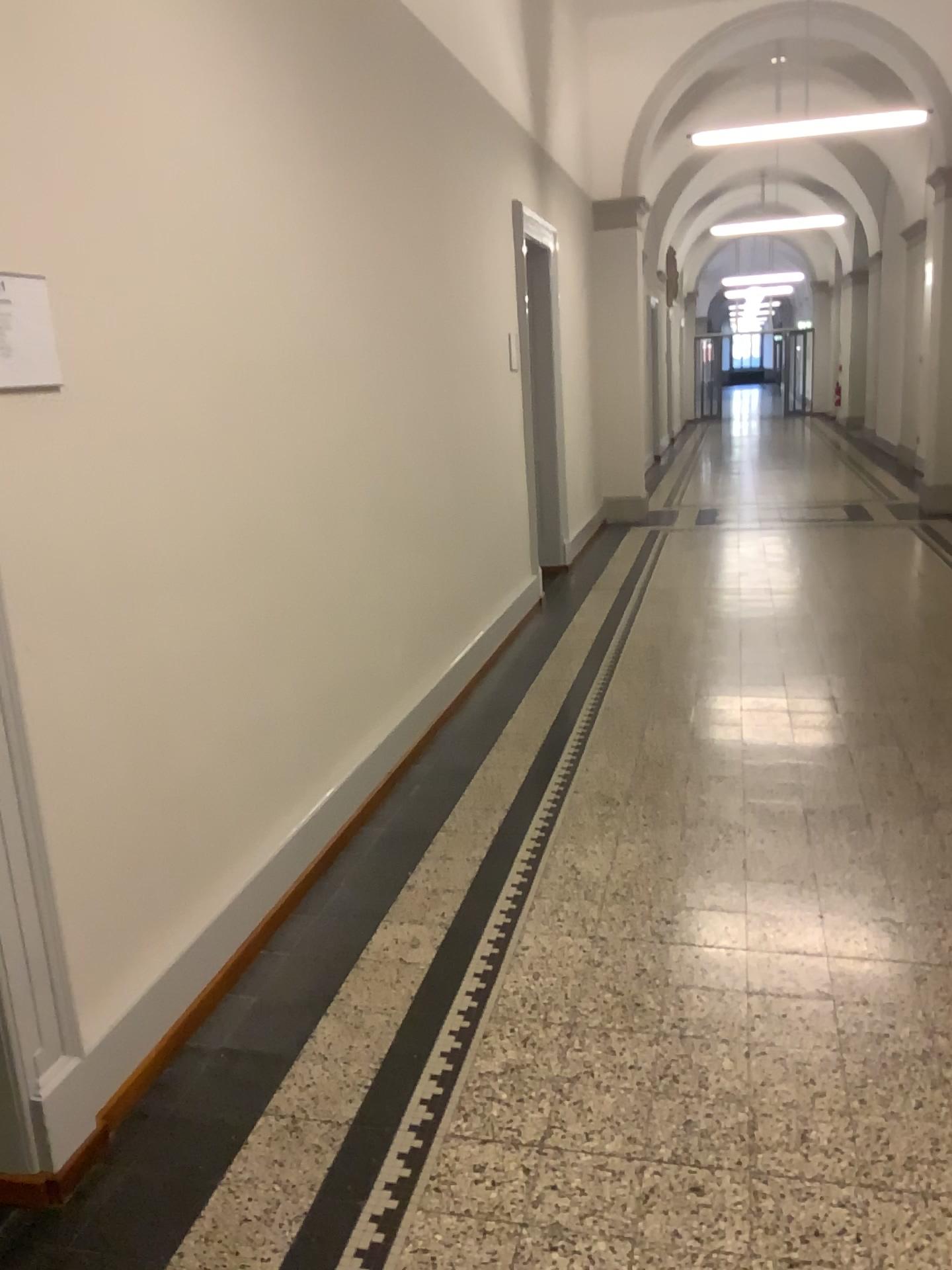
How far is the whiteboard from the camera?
1.97m

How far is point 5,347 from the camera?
2.0m

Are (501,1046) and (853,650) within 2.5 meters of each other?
no
